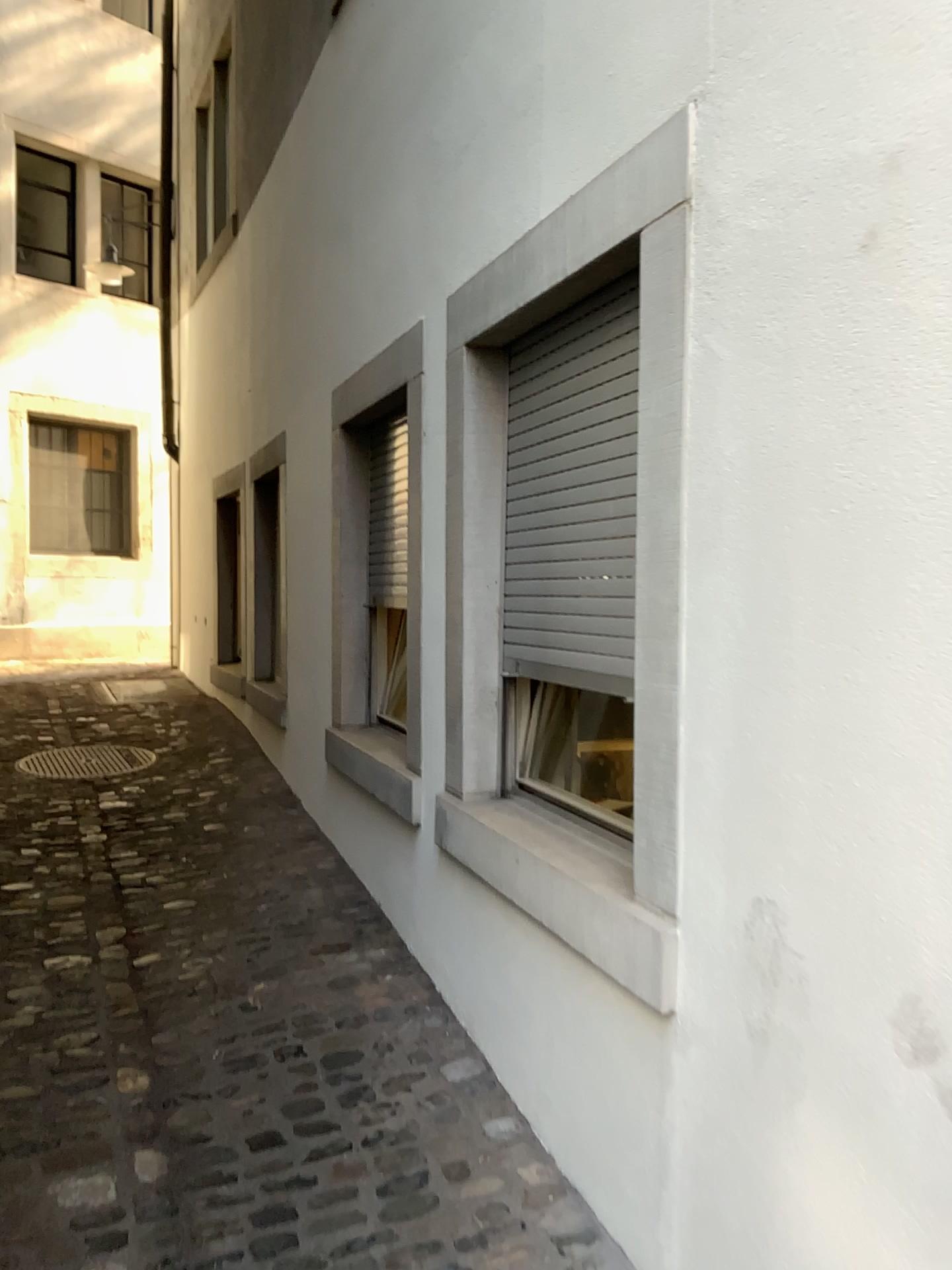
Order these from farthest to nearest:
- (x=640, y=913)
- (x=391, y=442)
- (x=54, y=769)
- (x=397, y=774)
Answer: (x=54, y=769) < (x=391, y=442) < (x=397, y=774) < (x=640, y=913)

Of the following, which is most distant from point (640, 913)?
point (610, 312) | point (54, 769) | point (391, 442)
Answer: point (54, 769)

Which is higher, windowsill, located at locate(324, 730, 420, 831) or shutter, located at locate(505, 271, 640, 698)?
shutter, located at locate(505, 271, 640, 698)

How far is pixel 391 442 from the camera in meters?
3.8

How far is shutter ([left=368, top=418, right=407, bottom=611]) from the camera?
3.8m

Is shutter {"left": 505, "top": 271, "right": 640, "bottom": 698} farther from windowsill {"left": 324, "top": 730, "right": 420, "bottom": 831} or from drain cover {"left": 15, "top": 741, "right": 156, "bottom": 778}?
drain cover {"left": 15, "top": 741, "right": 156, "bottom": 778}

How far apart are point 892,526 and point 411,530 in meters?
2.0

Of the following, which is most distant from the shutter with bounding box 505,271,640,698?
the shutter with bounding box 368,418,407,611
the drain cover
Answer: the drain cover

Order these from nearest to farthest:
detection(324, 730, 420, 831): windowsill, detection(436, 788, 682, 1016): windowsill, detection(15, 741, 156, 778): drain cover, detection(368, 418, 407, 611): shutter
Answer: detection(436, 788, 682, 1016): windowsill < detection(324, 730, 420, 831): windowsill < detection(368, 418, 407, 611): shutter < detection(15, 741, 156, 778): drain cover

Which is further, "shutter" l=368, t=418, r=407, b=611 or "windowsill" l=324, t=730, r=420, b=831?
"shutter" l=368, t=418, r=407, b=611
